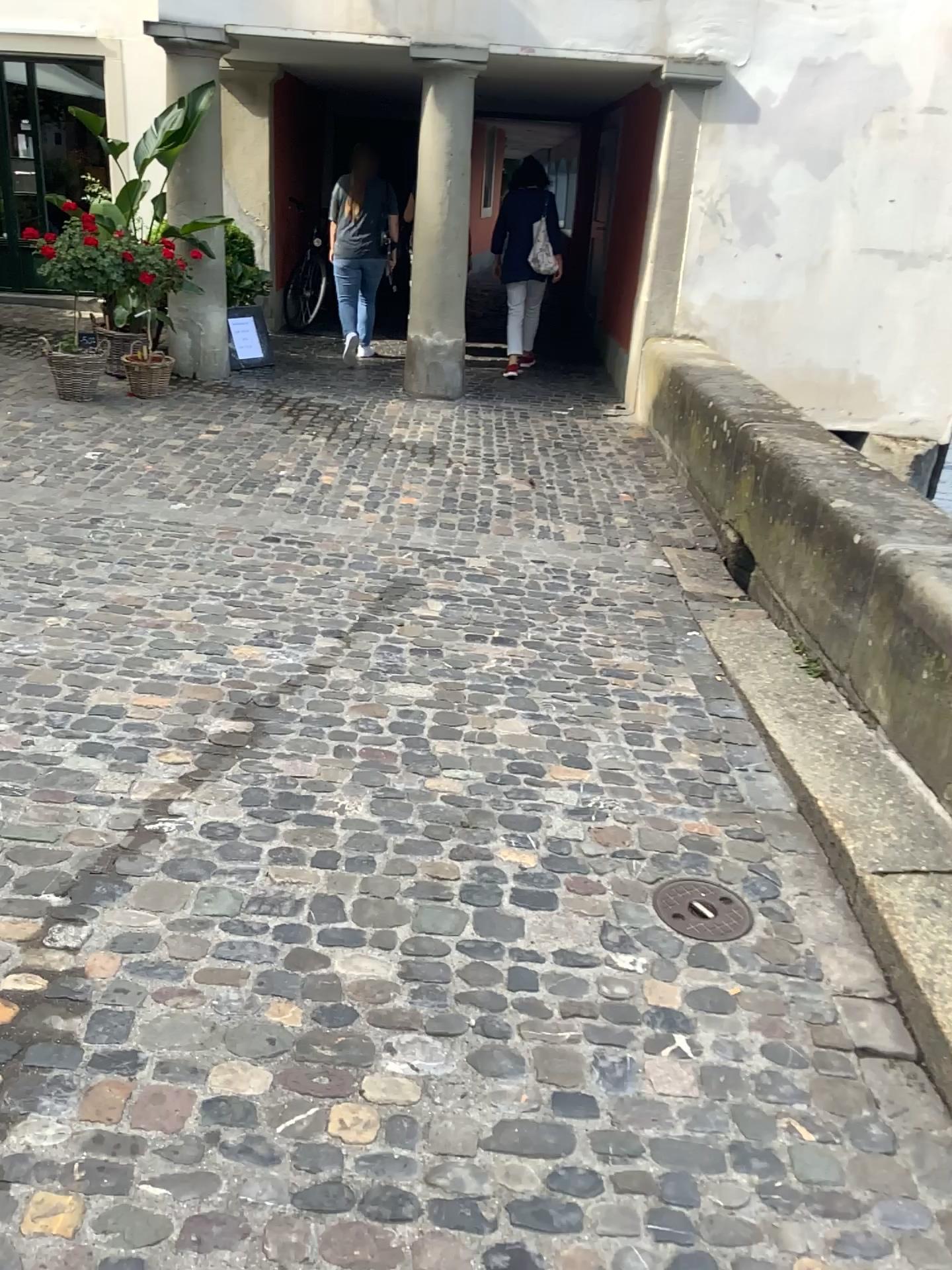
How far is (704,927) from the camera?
2.38m

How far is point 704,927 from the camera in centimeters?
238cm

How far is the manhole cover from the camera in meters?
2.4 m

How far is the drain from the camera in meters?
2.4

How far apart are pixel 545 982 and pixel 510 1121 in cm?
36
